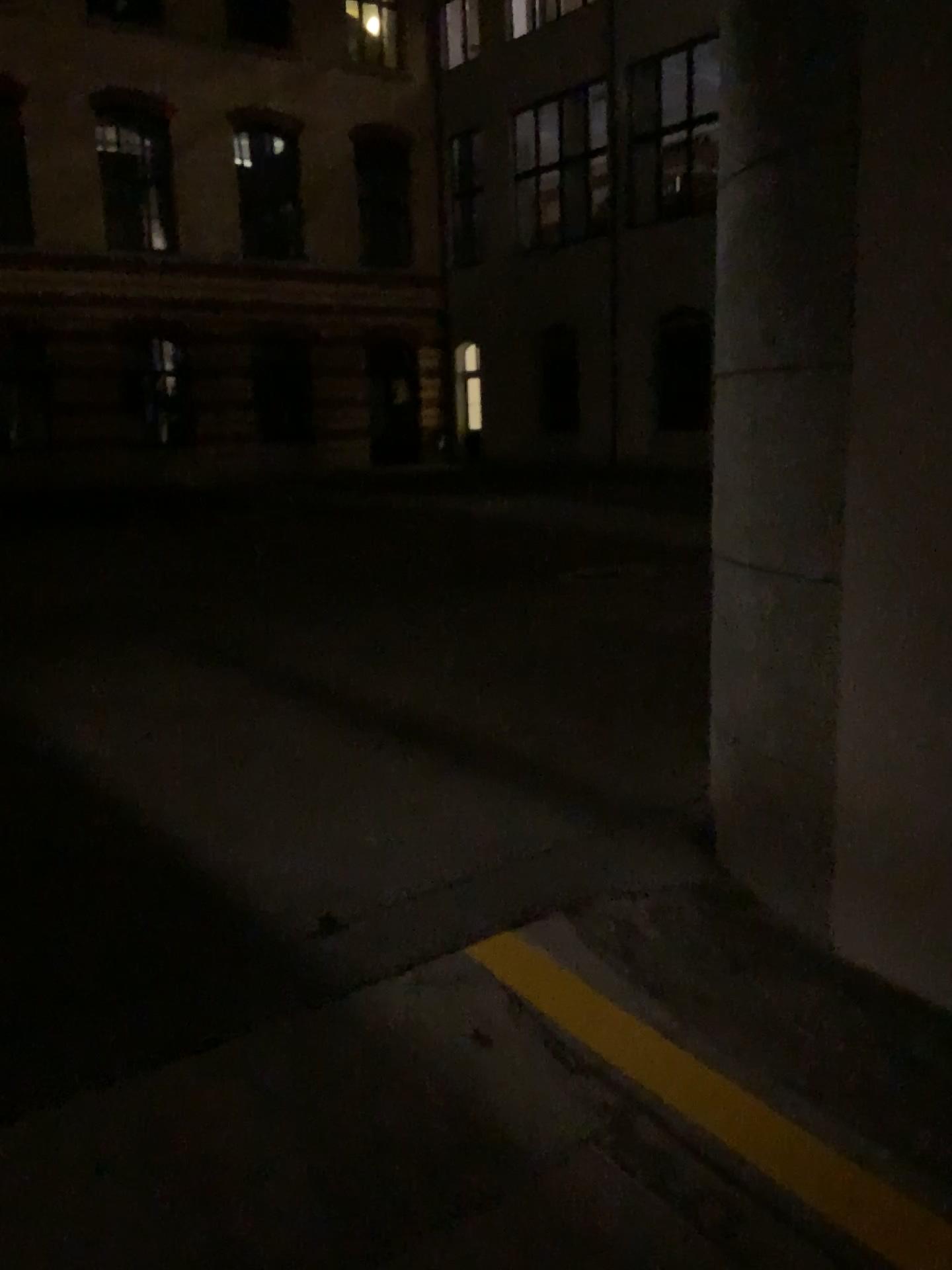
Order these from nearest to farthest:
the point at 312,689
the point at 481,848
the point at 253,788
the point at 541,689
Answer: the point at 481,848 < the point at 253,788 < the point at 541,689 < the point at 312,689
